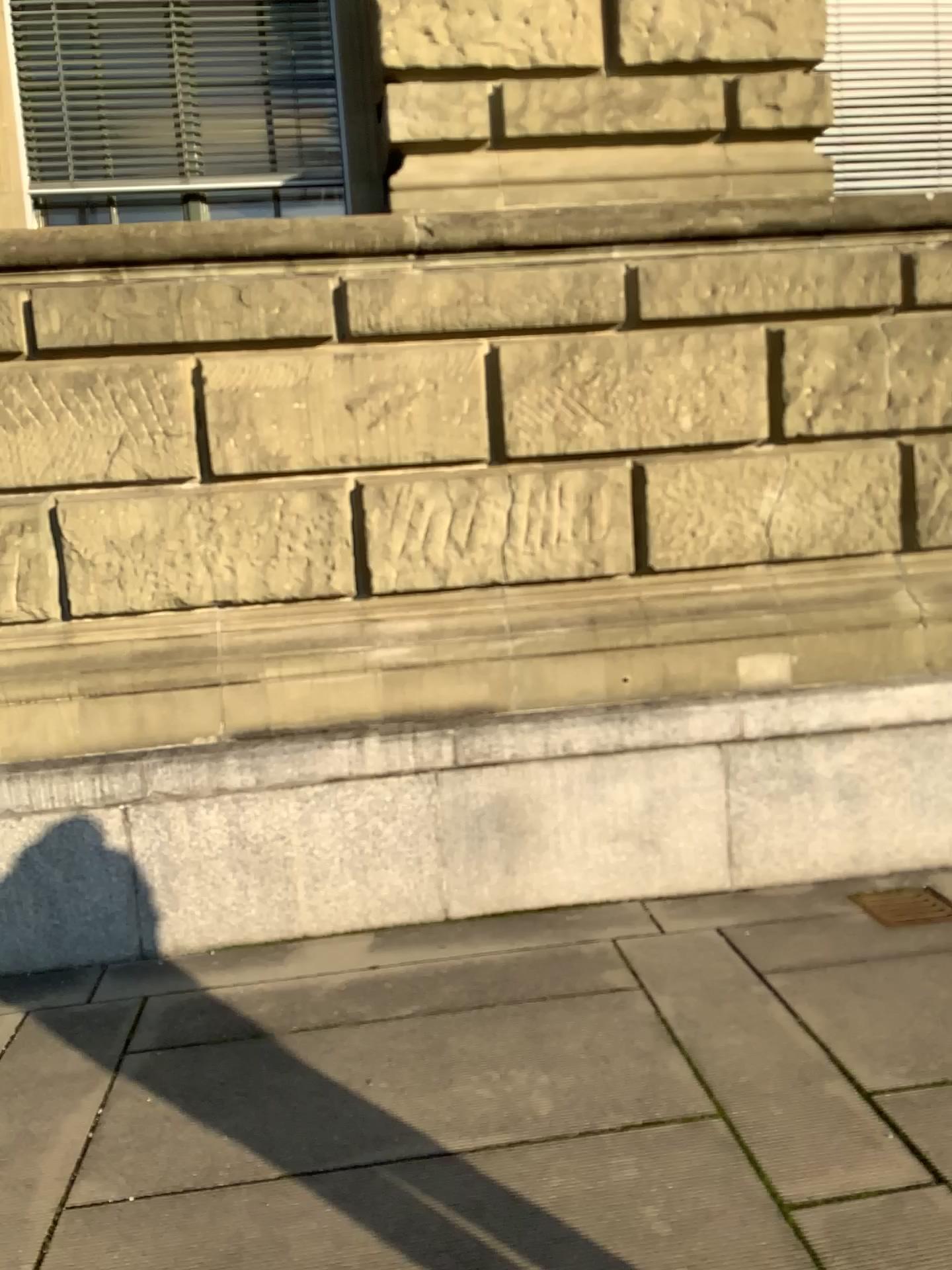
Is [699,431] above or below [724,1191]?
above
